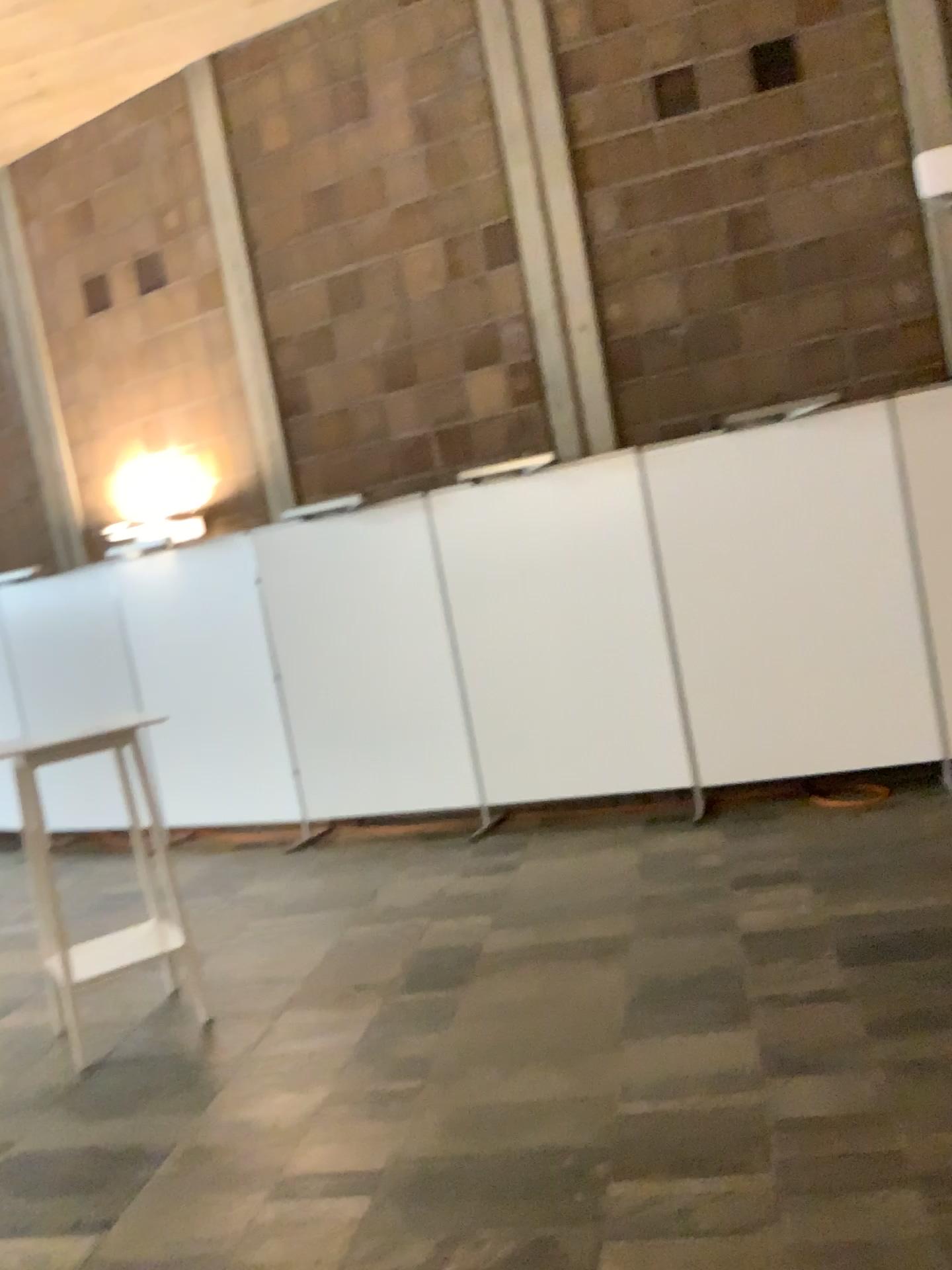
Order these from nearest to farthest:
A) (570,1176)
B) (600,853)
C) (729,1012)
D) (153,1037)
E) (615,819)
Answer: (570,1176), (729,1012), (153,1037), (600,853), (615,819)
